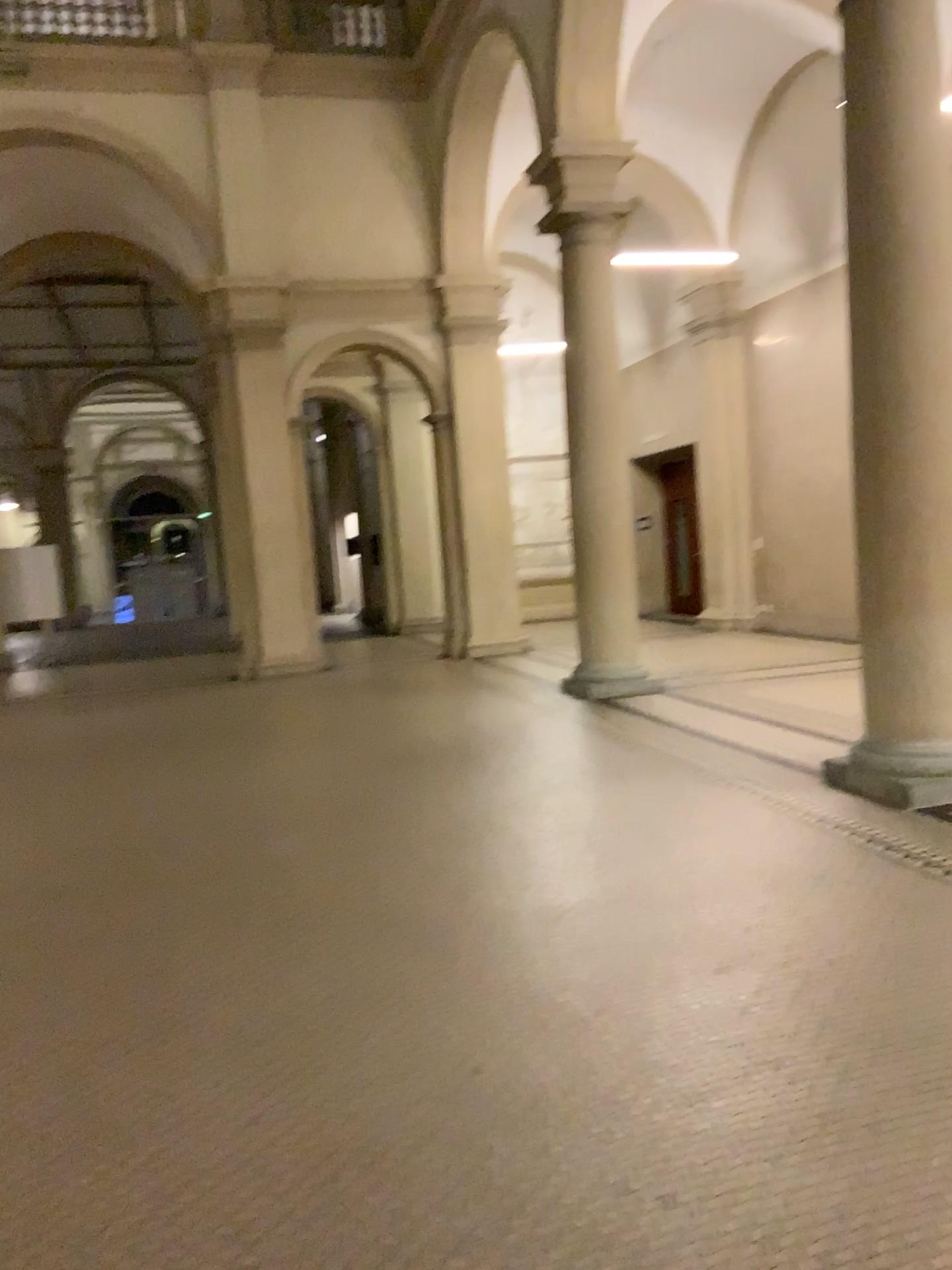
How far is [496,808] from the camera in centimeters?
551cm
